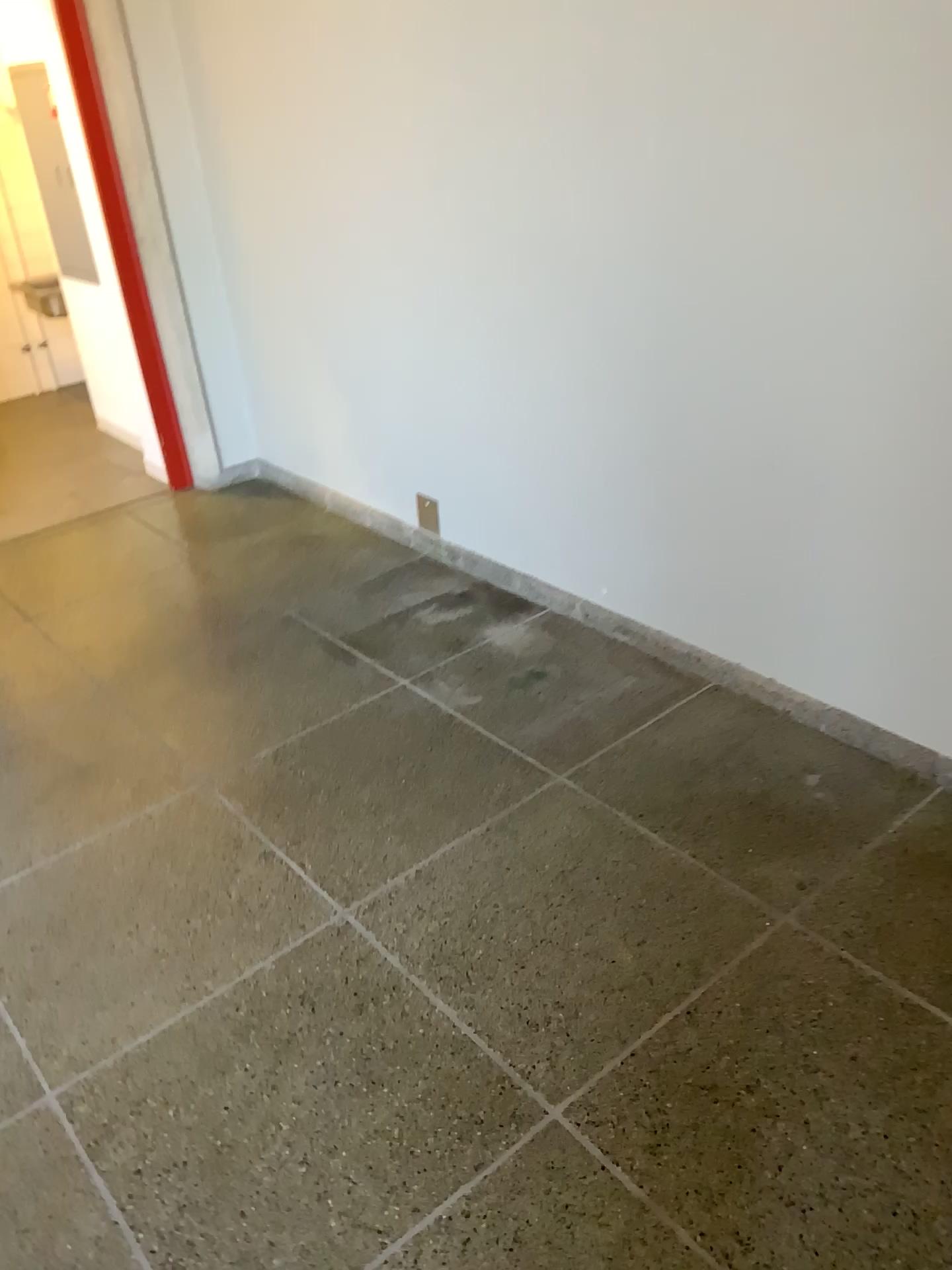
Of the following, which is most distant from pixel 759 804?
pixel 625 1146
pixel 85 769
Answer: pixel 85 769
